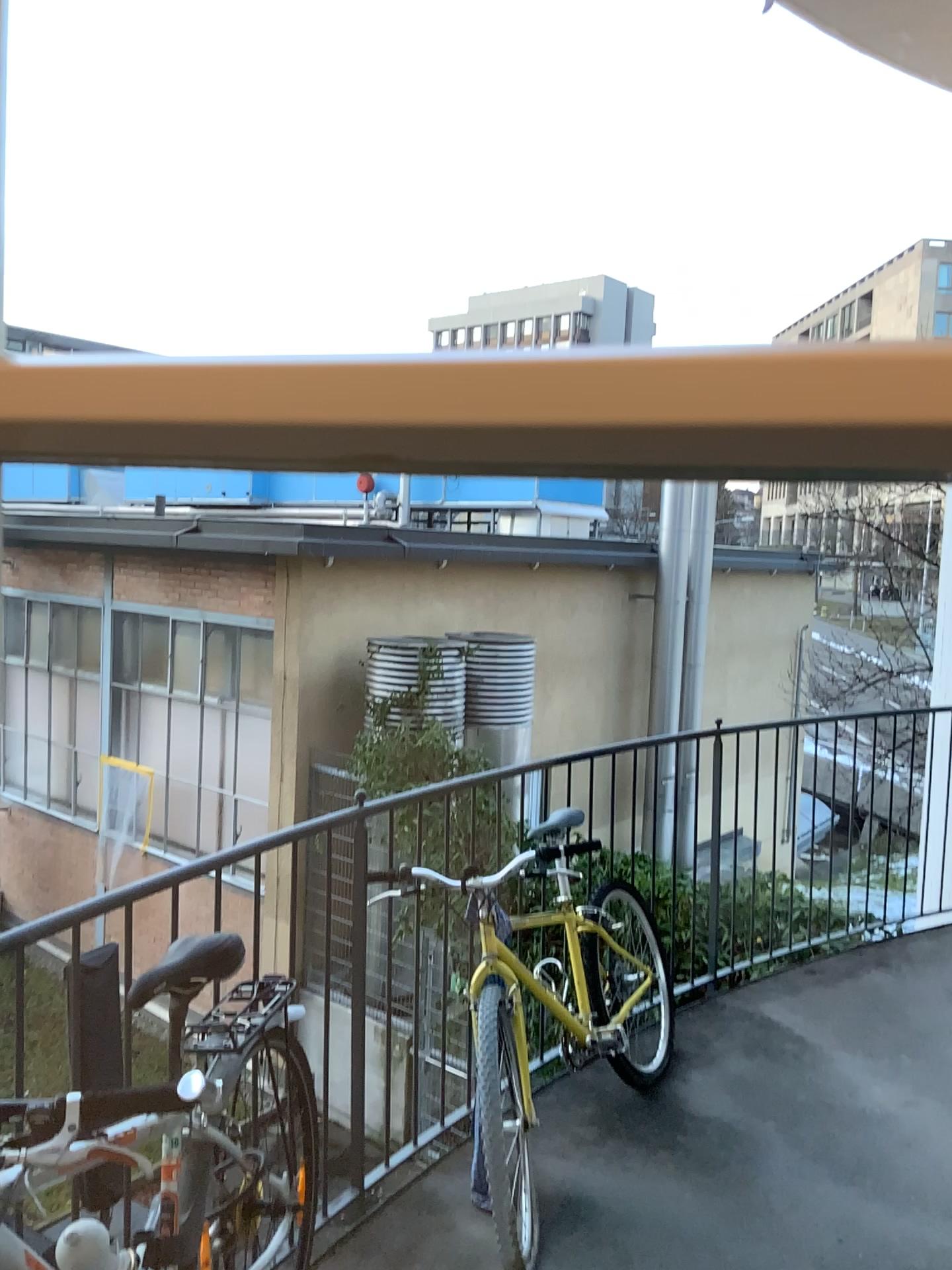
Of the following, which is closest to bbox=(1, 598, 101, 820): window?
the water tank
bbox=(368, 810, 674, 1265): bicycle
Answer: bbox=(368, 810, 674, 1265): bicycle

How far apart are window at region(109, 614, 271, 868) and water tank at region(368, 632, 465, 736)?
0.3m

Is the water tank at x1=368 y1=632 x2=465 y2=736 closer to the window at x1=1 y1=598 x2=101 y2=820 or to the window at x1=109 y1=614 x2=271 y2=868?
the window at x1=109 y1=614 x2=271 y2=868

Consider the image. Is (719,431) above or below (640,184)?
below

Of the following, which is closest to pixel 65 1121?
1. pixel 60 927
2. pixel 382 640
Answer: pixel 60 927

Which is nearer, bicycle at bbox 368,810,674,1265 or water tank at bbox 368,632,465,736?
bicycle at bbox 368,810,674,1265

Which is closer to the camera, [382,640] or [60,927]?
[60,927]

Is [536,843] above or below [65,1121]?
above

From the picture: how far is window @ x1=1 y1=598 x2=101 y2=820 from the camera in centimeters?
77cm

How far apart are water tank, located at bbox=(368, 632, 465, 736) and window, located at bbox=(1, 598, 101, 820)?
0.6 meters
